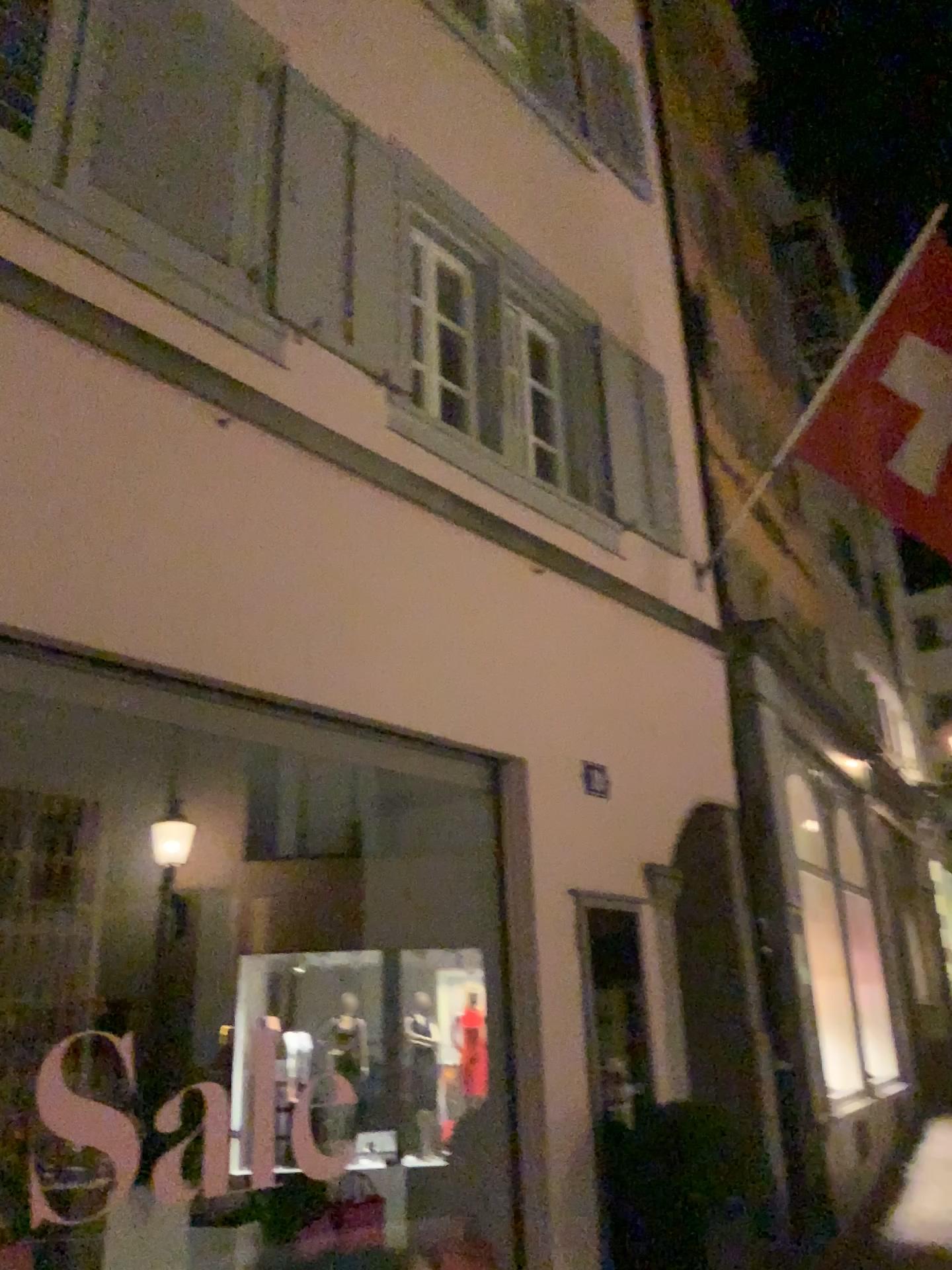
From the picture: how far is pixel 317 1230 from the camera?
3.59m

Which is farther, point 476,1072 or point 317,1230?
point 476,1072

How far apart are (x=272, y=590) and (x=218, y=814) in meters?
1.3 m

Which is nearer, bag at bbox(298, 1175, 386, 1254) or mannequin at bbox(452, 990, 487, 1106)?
bag at bbox(298, 1175, 386, 1254)

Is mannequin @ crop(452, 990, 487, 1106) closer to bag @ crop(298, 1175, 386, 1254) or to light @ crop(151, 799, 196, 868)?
bag @ crop(298, 1175, 386, 1254)

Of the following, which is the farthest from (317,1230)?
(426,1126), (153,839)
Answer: (153,839)

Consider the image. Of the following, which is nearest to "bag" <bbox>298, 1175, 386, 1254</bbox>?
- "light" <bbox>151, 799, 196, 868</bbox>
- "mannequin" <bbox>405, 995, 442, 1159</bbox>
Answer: "mannequin" <bbox>405, 995, 442, 1159</bbox>

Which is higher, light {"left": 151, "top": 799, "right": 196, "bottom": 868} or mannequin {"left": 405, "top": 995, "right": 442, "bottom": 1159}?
light {"left": 151, "top": 799, "right": 196, "bottom": 868}

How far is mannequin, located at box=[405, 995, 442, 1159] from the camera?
4.4m

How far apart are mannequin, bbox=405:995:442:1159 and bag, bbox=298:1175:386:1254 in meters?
0.6
